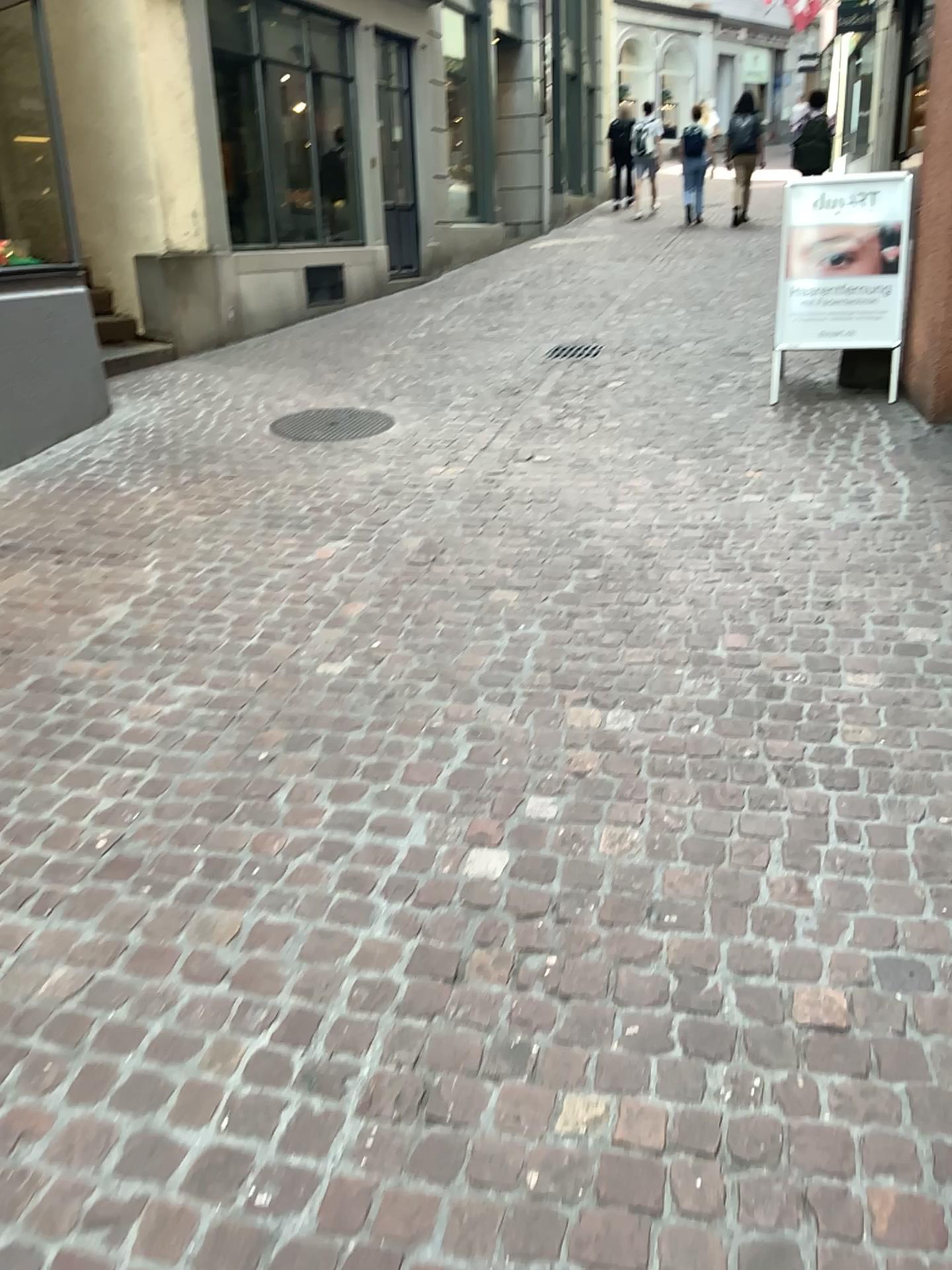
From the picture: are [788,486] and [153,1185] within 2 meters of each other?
no
